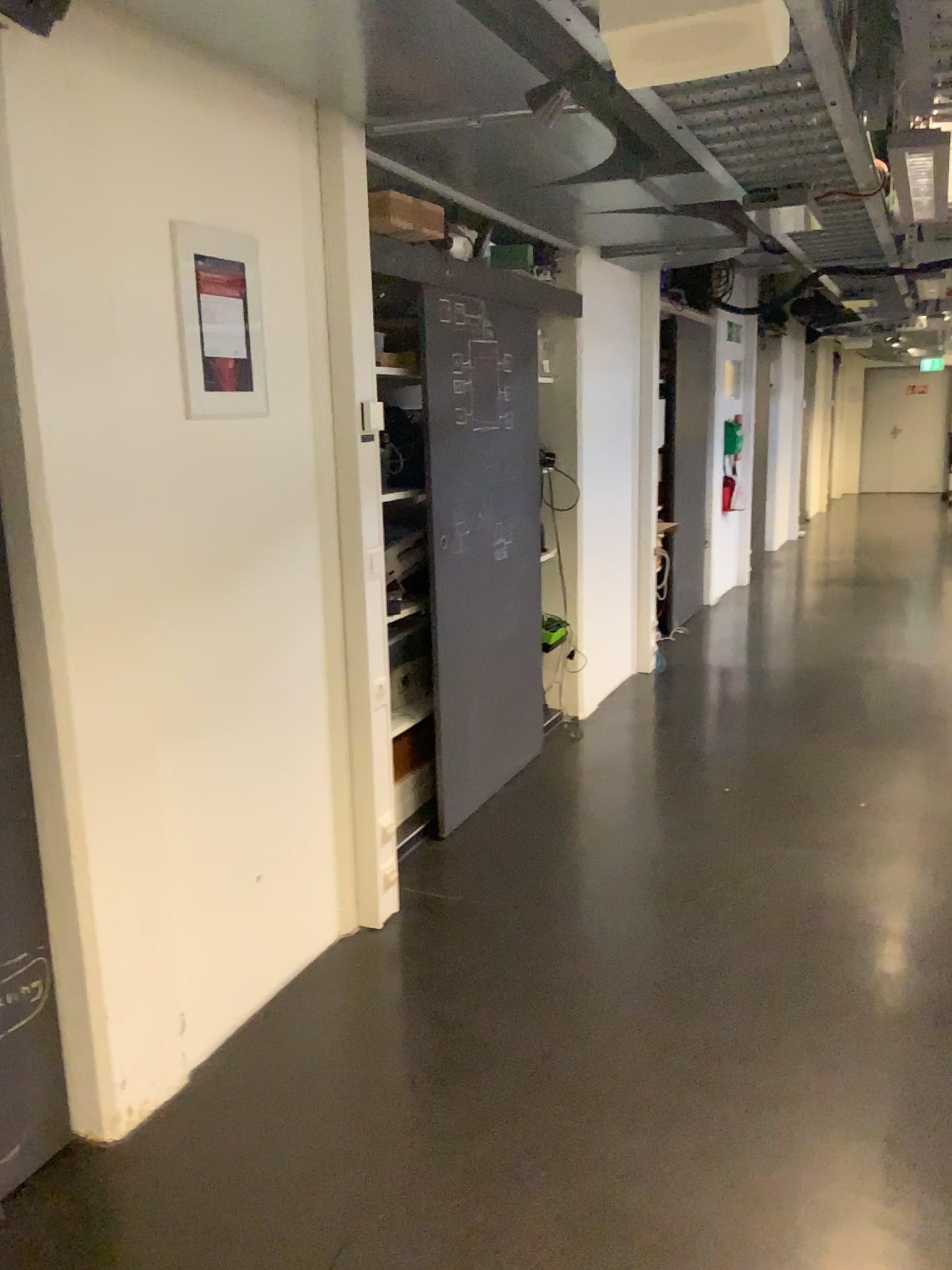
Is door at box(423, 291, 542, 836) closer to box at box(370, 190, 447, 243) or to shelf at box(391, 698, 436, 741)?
shelf at box(391, 698, 436, 741)

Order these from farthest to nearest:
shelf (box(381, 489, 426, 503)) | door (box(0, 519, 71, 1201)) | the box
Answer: the box → shelf (box(381, 489, 426, 503)) → door (box(0, 519, 71, 1201))

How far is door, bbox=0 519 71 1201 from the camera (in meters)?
2.01

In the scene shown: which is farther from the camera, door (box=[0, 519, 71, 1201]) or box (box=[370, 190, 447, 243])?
box (box=[370, 190, 447, 243])

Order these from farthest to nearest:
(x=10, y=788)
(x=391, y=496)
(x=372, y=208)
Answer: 1. (x=372, y=208)
2. (x=391, y=496)
3. (x=10, y=788)

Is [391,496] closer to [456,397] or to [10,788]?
[456,397]

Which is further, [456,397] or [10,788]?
[456,397]

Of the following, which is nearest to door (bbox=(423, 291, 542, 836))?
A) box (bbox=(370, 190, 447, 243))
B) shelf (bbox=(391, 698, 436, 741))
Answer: shelf (bbox=(391, 698, 436, 741))

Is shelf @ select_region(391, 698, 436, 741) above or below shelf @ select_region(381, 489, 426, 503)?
below

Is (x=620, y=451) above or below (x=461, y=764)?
above
